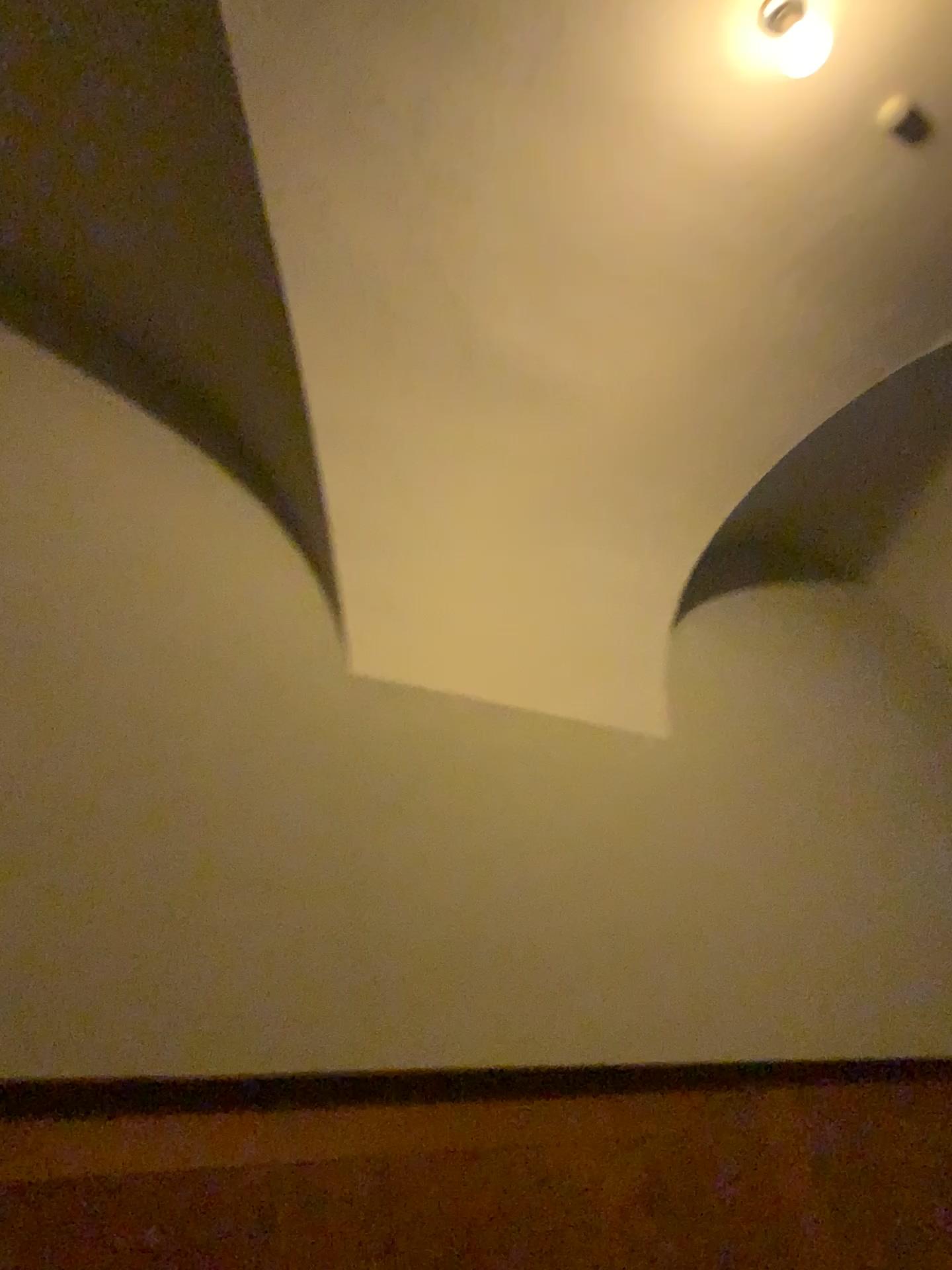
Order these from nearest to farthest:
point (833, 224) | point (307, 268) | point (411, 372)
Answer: point (307, 268) → point (411, 372) → point (833, 224)

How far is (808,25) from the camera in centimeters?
306cm

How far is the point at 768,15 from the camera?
3.0 meters

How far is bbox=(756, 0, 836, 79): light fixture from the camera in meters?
3.0 m

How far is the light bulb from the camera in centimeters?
306cm
